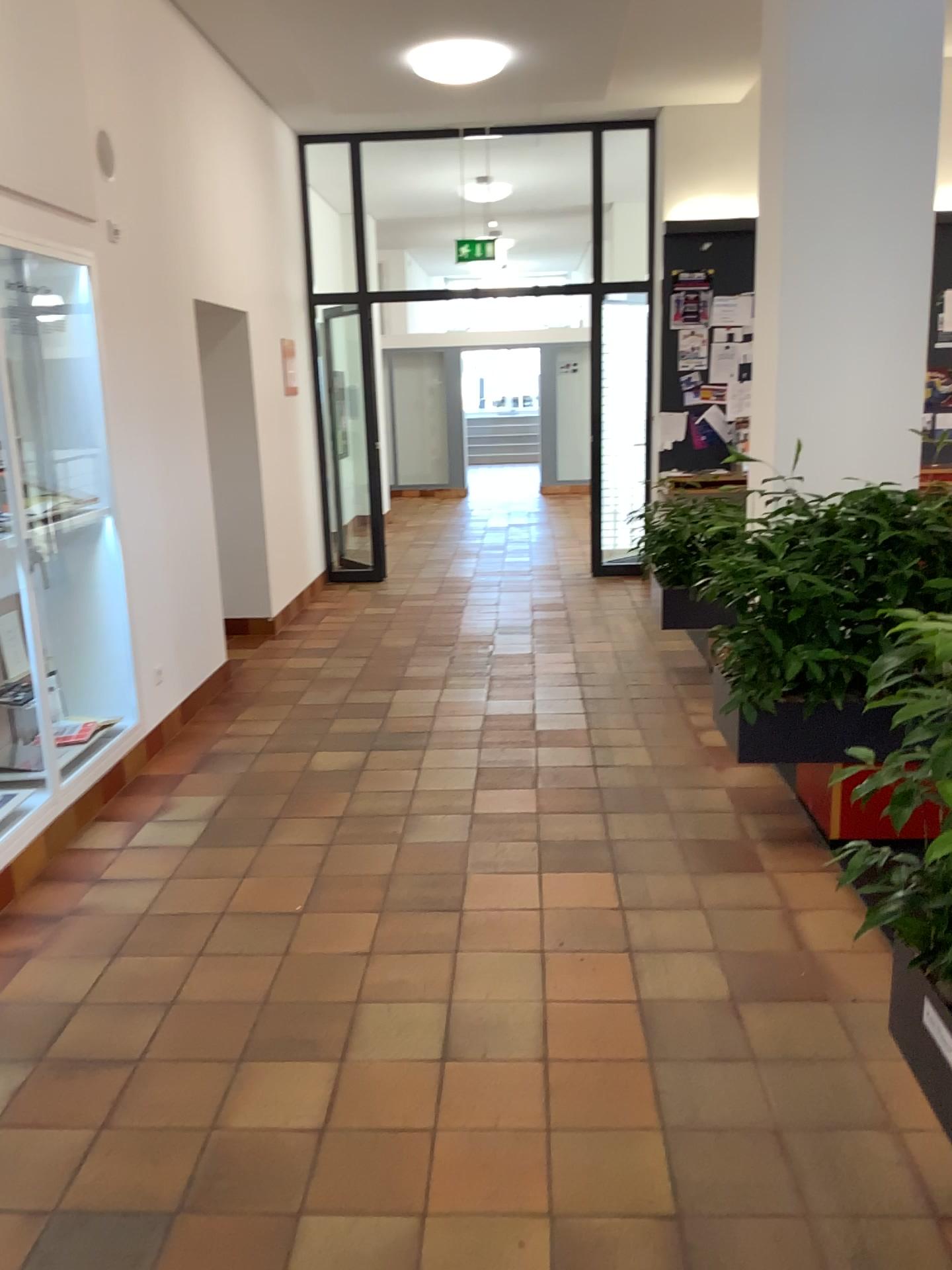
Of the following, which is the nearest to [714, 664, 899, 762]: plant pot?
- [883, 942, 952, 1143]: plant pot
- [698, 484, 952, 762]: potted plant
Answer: [698, 484, 952, 762]: potted plant

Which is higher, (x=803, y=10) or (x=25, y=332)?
(x=803, y=10)

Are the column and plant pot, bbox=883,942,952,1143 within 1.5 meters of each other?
no

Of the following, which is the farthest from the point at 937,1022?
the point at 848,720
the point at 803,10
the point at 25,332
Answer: A: the point at 25,332

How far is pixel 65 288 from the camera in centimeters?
428cm

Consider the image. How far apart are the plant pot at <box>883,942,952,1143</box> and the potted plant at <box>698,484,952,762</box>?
0.97m

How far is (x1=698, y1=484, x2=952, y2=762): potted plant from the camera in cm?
341

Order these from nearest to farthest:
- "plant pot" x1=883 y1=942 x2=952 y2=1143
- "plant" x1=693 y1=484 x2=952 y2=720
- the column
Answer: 1. "plant pot" x1=883 y1=942 x2=952 y2=1143
2. "plant" x1=693 y1=484 x2=952 y2=720
3. the column

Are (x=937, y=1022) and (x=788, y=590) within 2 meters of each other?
yes

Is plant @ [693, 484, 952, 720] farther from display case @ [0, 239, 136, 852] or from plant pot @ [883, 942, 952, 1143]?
display case @ [0, 239, 136, 852]
